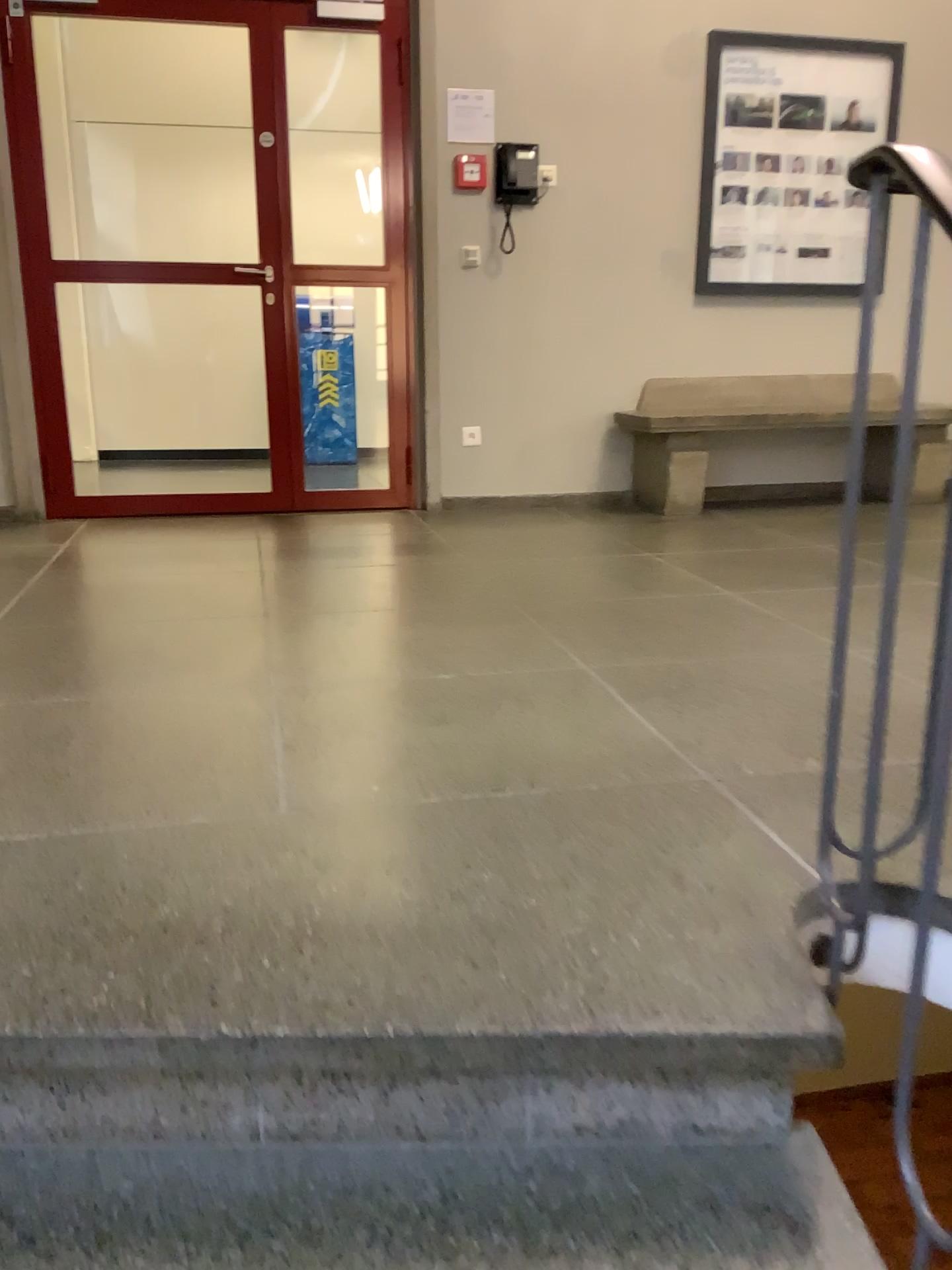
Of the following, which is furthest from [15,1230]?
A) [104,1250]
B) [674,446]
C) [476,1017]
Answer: [674,446]

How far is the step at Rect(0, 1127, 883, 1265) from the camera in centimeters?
107cm

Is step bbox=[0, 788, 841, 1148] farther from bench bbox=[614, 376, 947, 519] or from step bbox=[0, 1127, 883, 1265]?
bench bbox=[614, 376, 947, 519]

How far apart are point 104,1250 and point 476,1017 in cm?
44

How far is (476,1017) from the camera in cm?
116

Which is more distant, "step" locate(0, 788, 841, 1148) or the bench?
the bench

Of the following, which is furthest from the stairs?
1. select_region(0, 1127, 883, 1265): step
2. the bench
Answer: the bench

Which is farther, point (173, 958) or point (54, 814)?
point (54, 814)

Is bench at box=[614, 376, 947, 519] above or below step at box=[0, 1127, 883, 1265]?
above

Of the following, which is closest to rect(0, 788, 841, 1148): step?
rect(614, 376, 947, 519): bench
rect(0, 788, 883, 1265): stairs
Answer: rect(0, 788, 883, 1265): stairs
